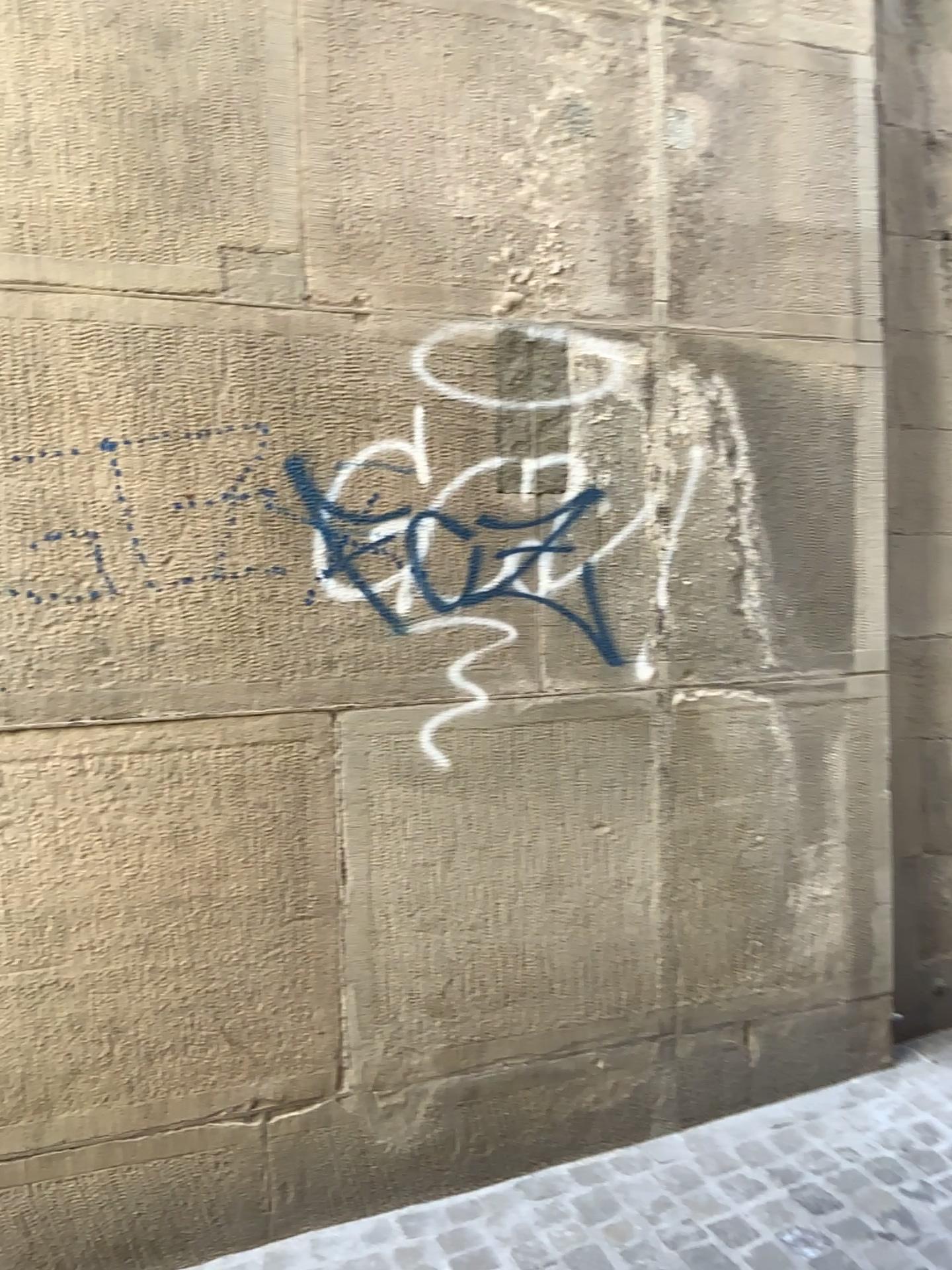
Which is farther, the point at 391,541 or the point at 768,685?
the point at 768,685
